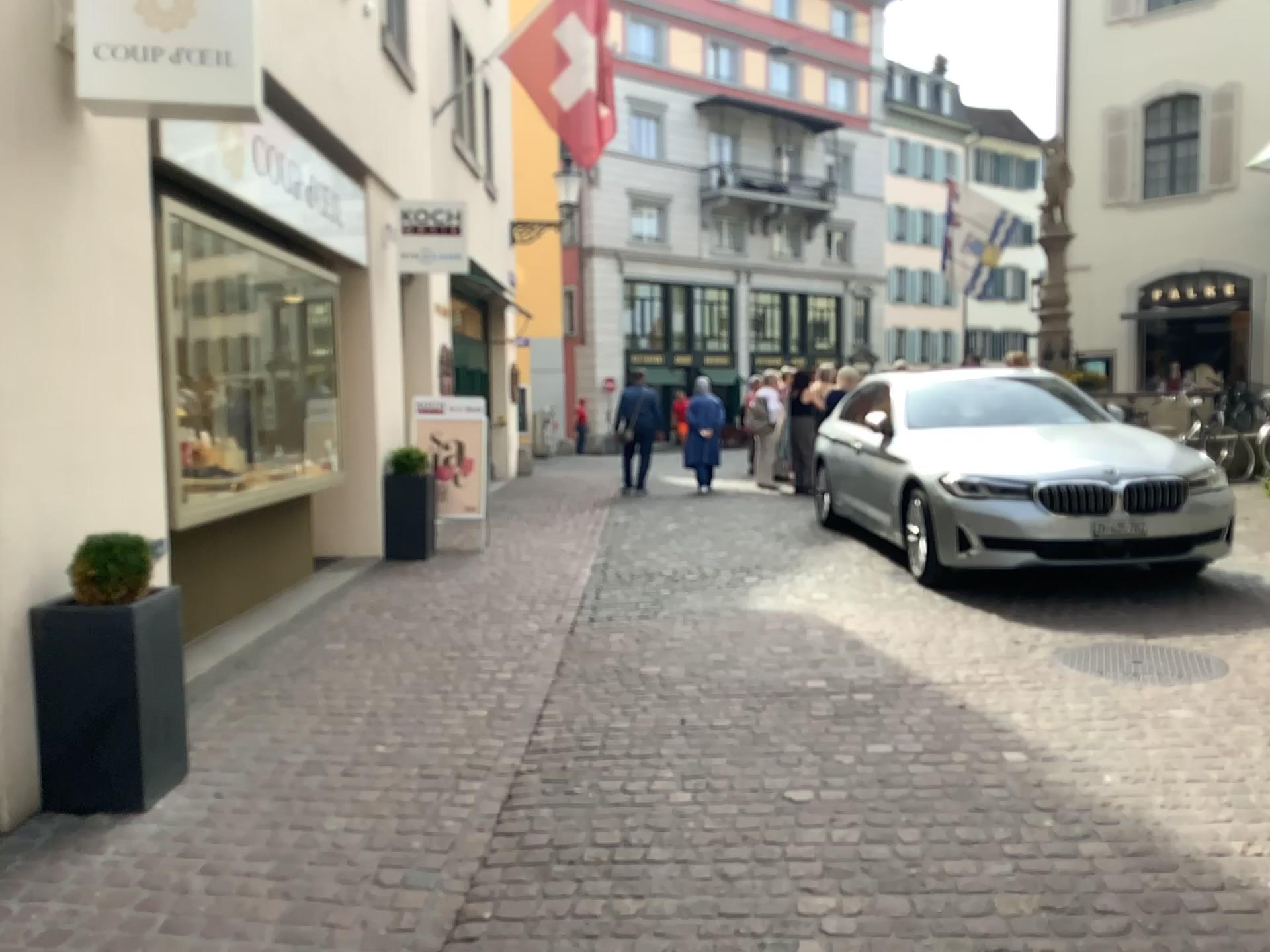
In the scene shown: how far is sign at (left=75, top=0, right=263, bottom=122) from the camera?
3.67m

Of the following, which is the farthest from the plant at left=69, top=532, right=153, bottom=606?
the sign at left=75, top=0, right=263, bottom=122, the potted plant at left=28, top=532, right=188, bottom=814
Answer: the sign at left=75, top=0, right=263, bottom=122

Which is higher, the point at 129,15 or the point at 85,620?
the point at 129,15

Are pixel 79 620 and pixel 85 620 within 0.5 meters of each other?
yes

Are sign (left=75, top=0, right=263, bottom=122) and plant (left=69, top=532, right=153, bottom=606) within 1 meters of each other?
no

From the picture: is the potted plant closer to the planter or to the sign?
the planter

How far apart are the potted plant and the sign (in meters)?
1.79

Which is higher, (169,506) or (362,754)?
(169,506)

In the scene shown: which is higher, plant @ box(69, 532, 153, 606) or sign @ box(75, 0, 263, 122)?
sign @ box(75, 0, 263, 122)

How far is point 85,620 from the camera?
3.4 meters
